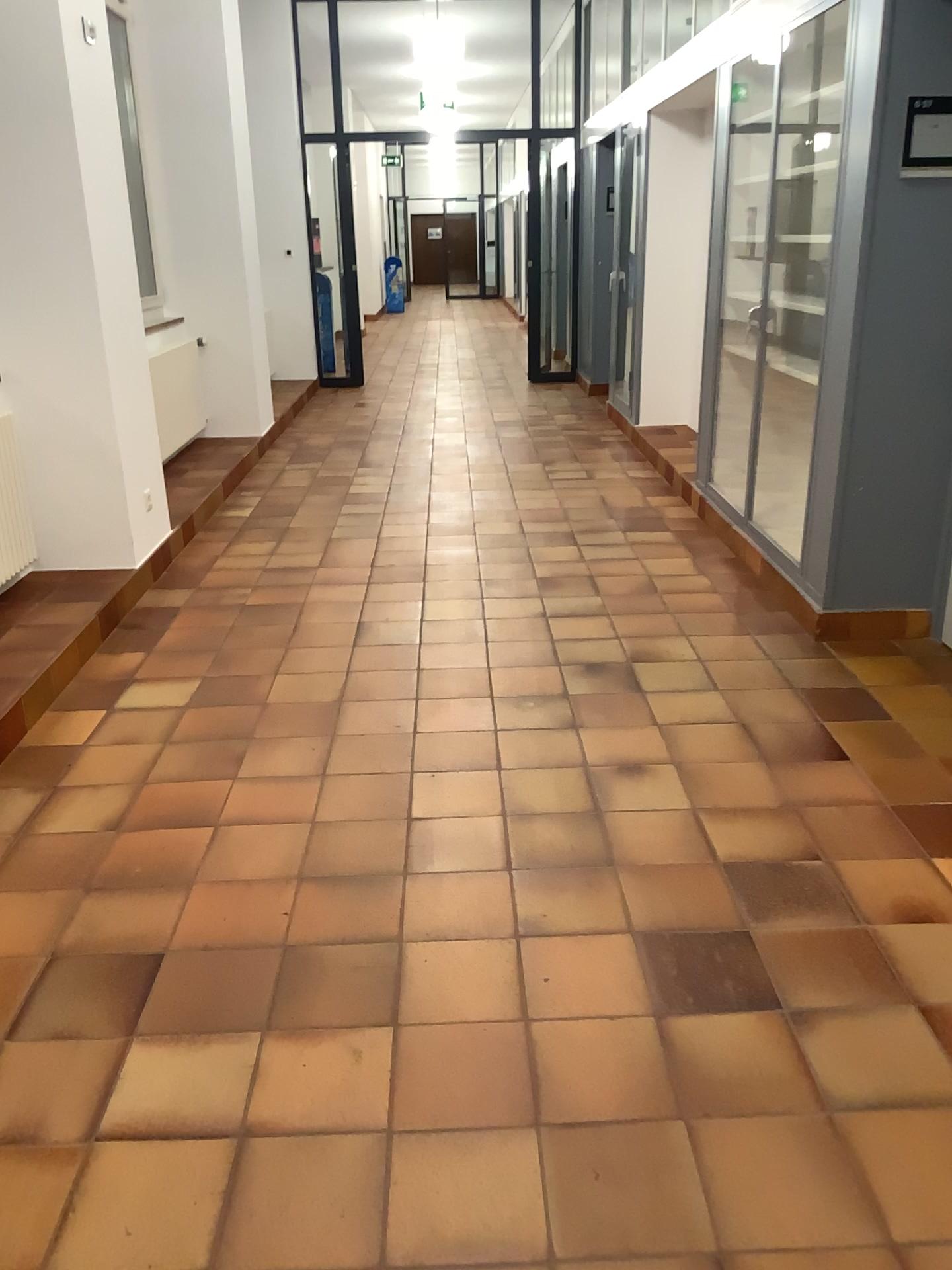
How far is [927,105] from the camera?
3.3m

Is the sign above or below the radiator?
above

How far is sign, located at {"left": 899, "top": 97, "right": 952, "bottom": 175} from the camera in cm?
331

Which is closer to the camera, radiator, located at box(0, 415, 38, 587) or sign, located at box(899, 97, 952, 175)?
sign, located at box(899, 97, 952, 175)

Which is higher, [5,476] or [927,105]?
[927,105]

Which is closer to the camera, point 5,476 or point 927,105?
point 927,105

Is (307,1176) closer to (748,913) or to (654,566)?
(748,913)
